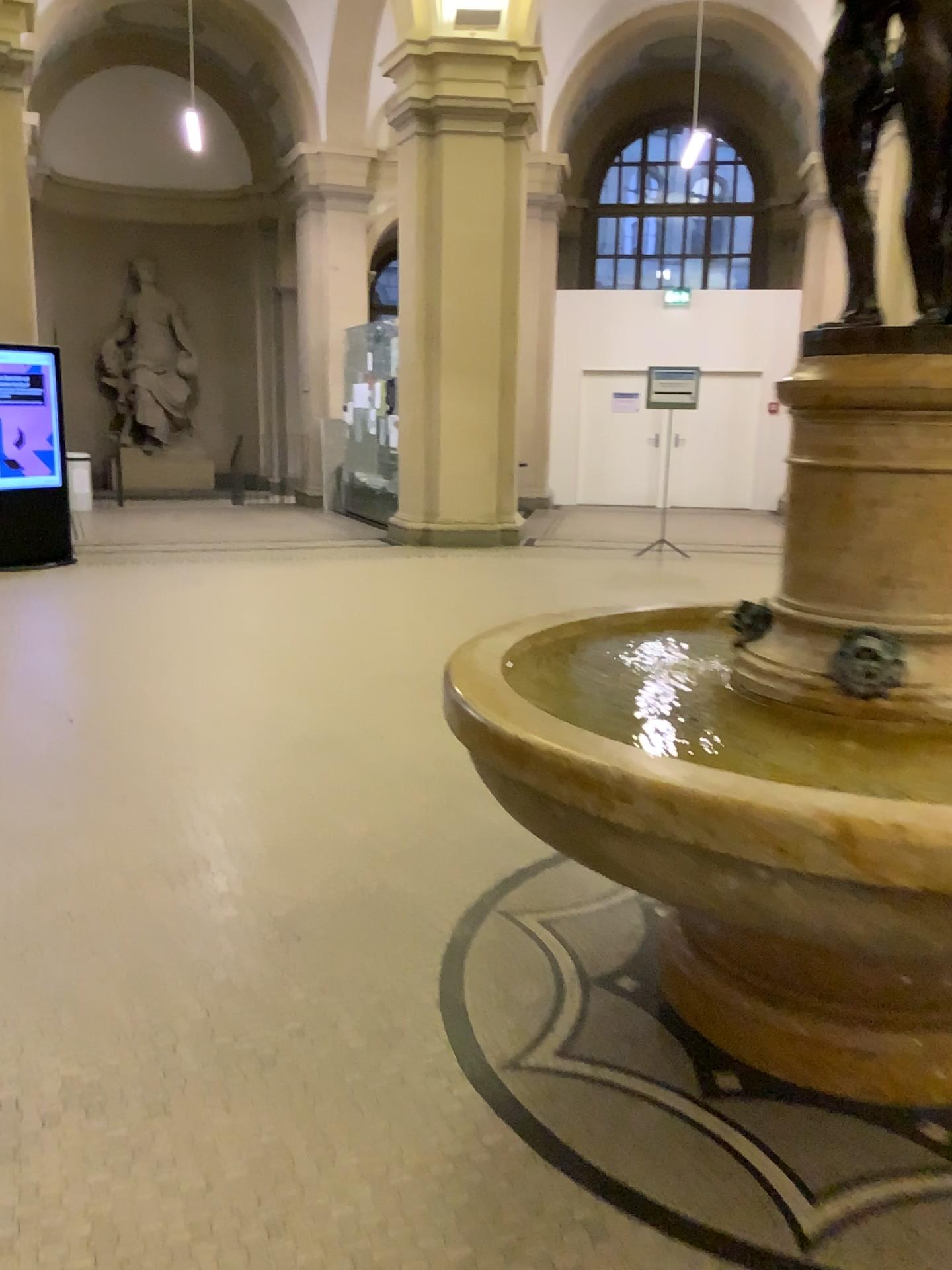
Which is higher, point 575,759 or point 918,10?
point 918,10

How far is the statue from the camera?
1.99m

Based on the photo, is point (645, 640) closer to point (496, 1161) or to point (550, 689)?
point (550, 689)

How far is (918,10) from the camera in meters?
2.0 m
